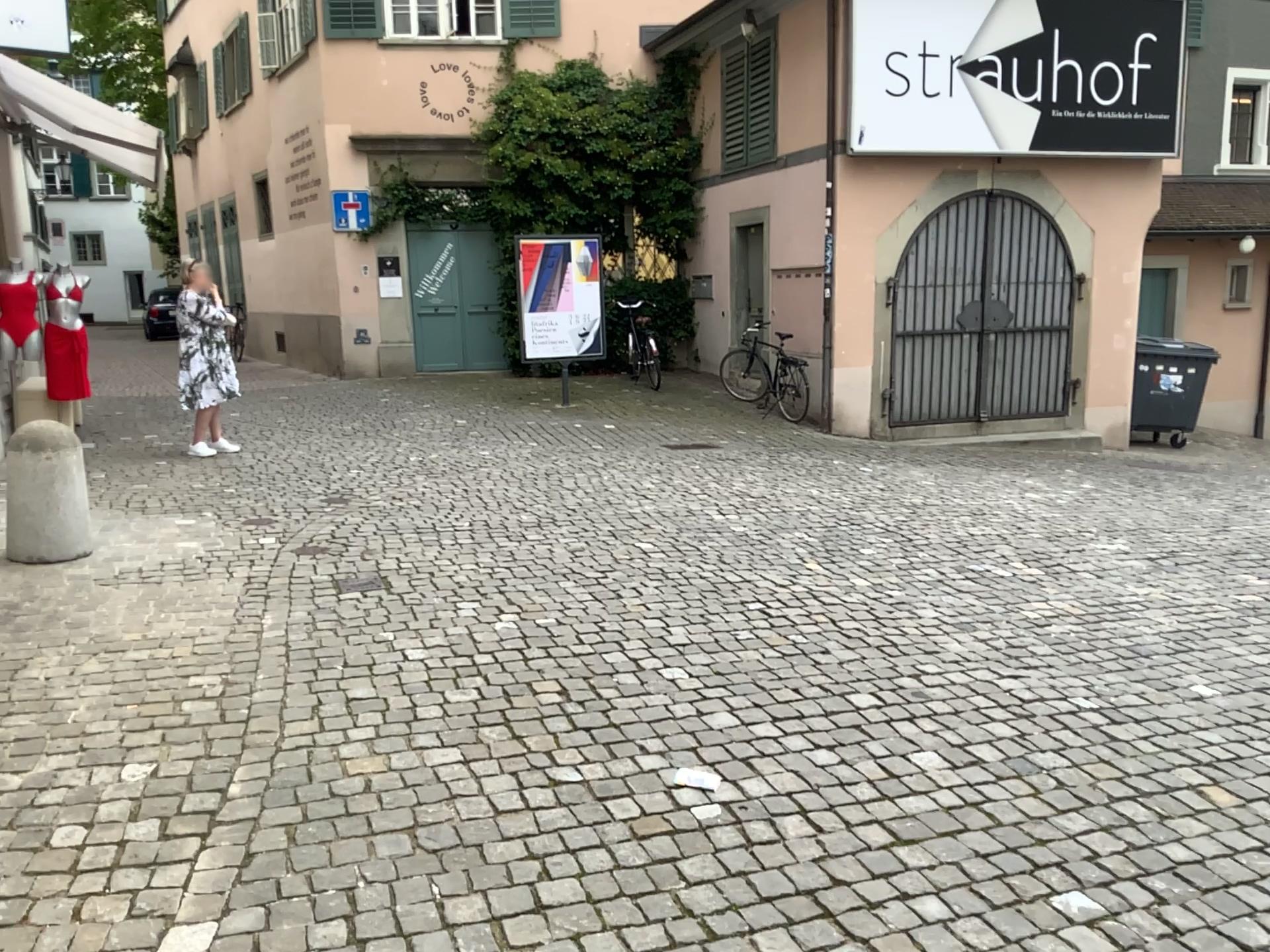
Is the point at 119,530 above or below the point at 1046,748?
above
